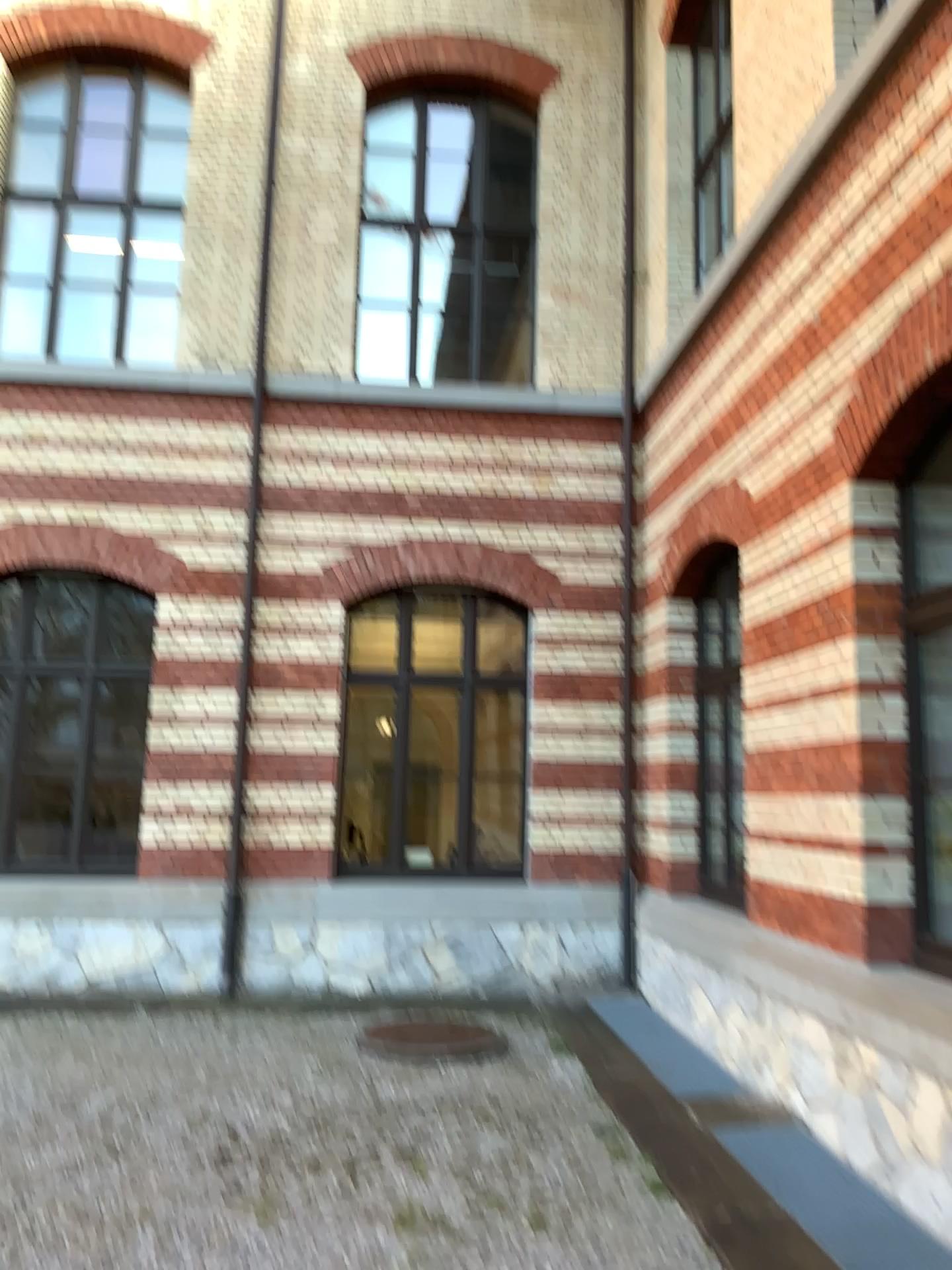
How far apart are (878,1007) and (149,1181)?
3.20m
